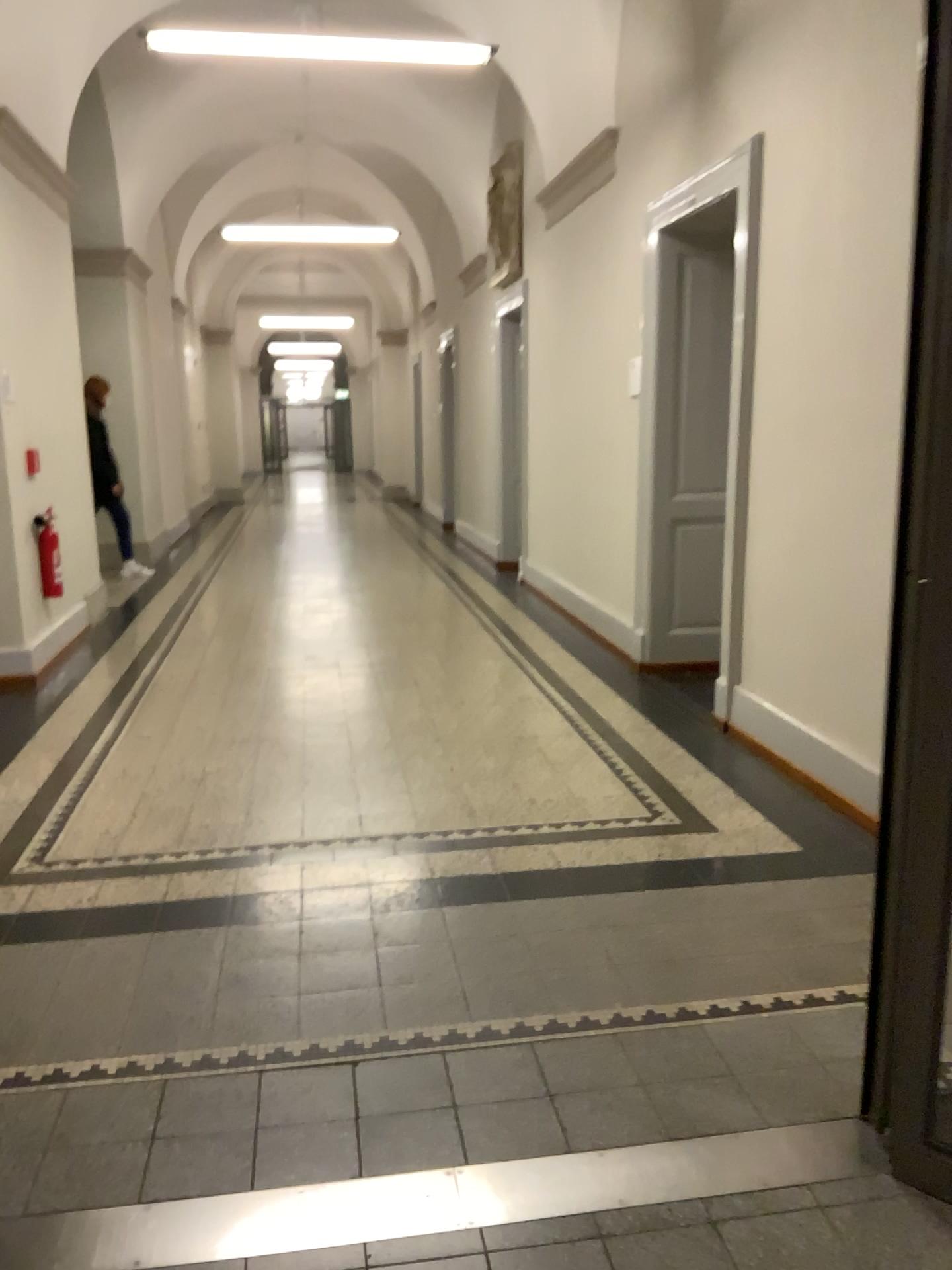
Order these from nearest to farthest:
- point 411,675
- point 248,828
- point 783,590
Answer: point 248,828 < point 783,590 < point 411,675
